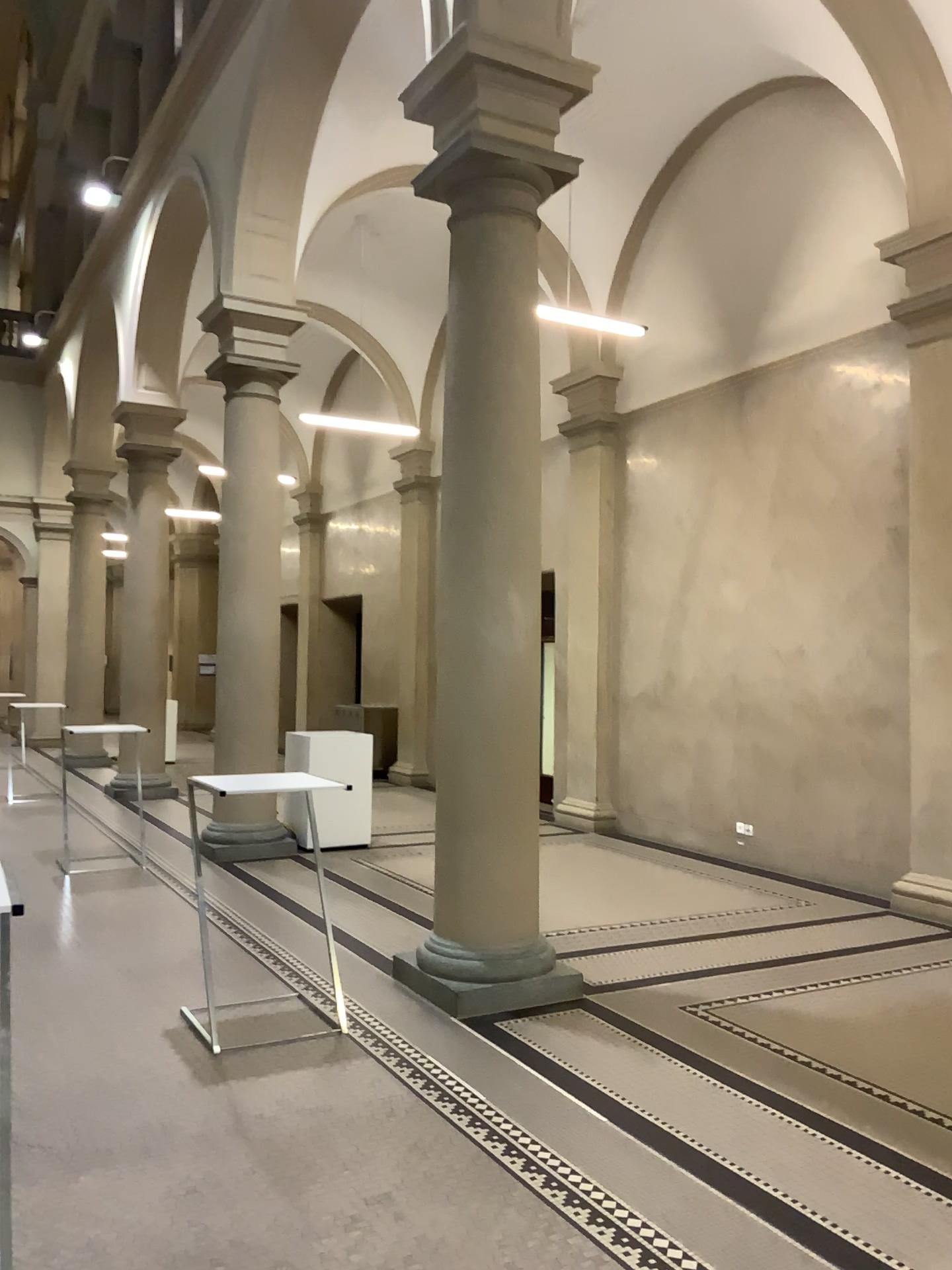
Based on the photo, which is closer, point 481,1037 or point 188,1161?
point 188,1161
